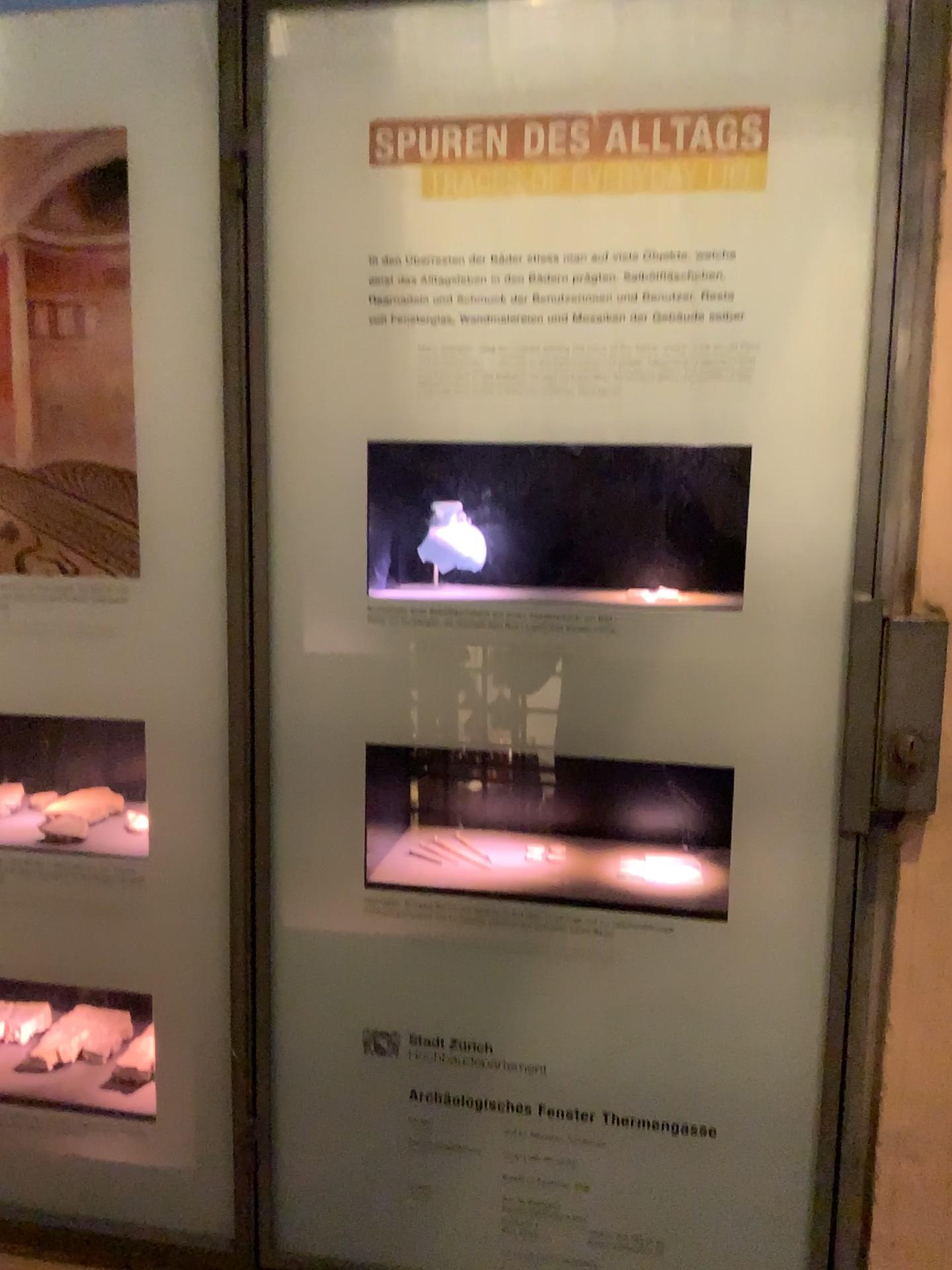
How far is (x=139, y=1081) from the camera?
1.2 meters

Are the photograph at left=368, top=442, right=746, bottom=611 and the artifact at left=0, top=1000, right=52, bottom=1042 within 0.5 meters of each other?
no

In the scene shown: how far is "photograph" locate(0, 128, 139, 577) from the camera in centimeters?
106cm

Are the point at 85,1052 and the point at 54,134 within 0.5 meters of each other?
no

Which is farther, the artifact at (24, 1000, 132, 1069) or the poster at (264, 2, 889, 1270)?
the artifact at (24, 1000, 132, 1069)

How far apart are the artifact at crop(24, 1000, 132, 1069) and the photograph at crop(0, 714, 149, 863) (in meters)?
0.27

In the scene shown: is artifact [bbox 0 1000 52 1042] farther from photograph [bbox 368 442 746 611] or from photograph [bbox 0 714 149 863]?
photograph [bbox 368 442 746 611]

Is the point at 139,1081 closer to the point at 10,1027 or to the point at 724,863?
the point at 10,1027

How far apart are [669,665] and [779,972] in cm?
32

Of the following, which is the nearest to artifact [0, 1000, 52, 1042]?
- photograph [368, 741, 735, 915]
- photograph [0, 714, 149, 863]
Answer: photograph [0, 714, 149, 863]
